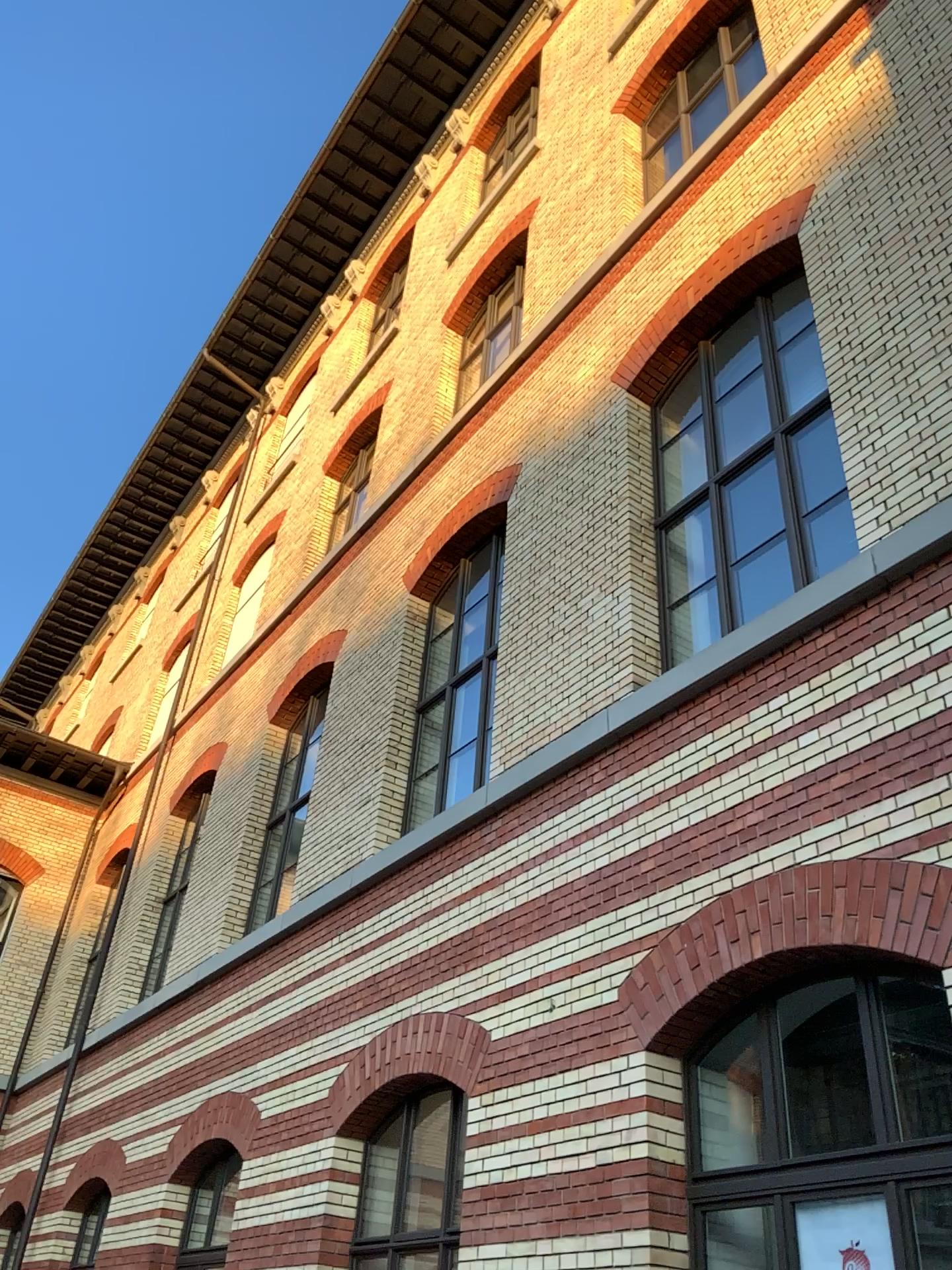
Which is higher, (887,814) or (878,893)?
(887,814)
